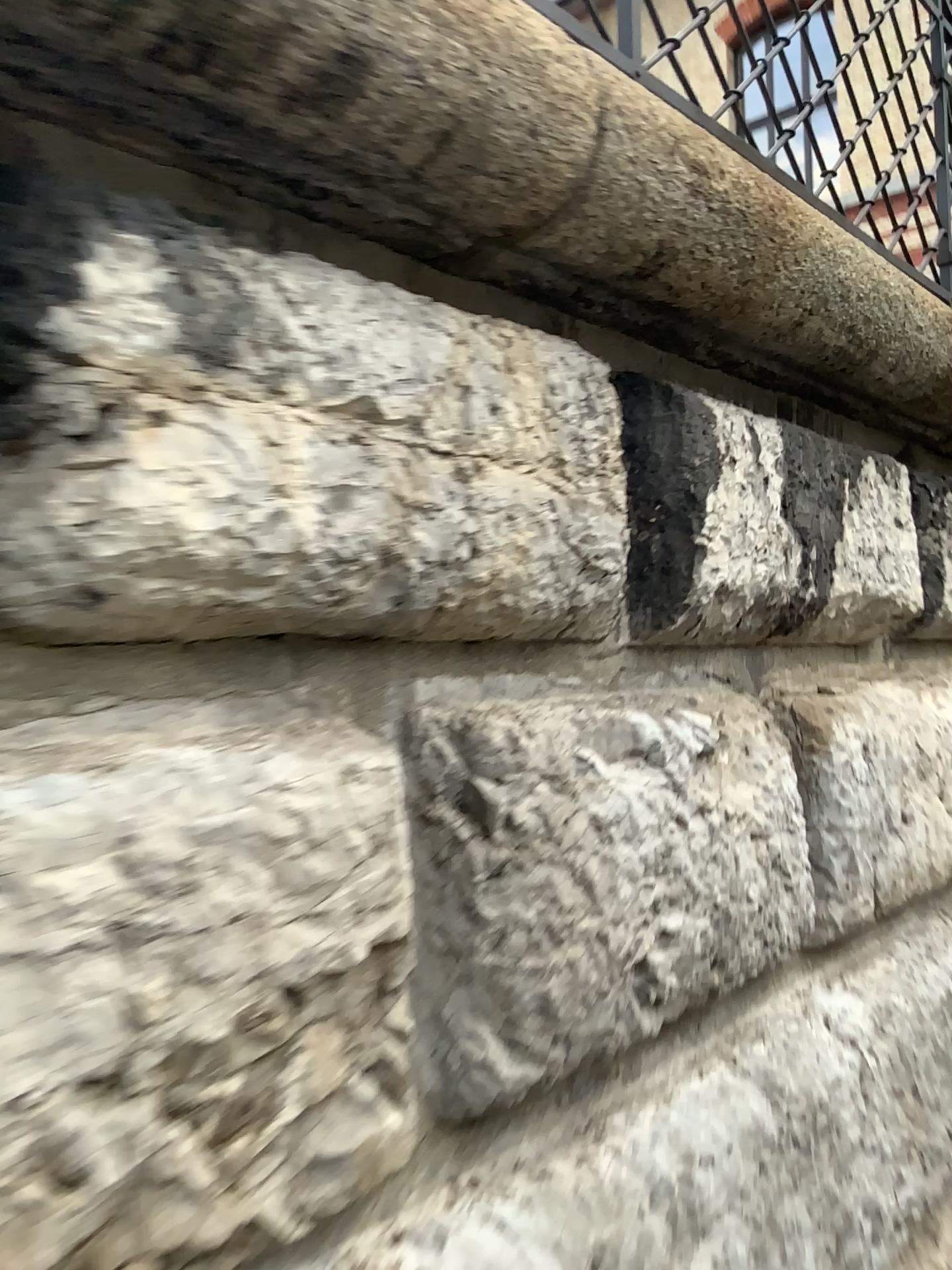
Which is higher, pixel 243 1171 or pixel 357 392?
pixel 357 392
